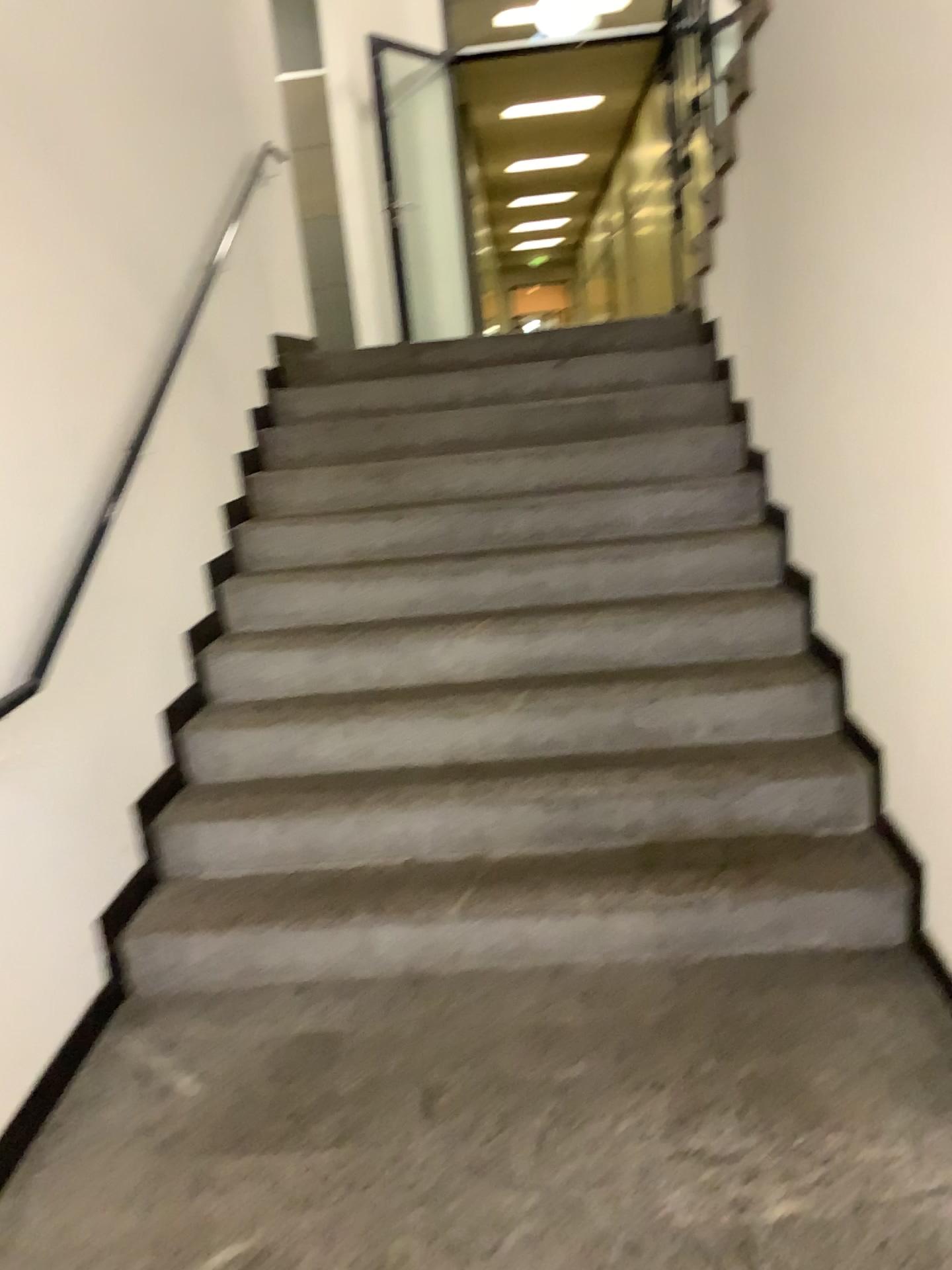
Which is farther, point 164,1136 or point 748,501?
point 748,501
